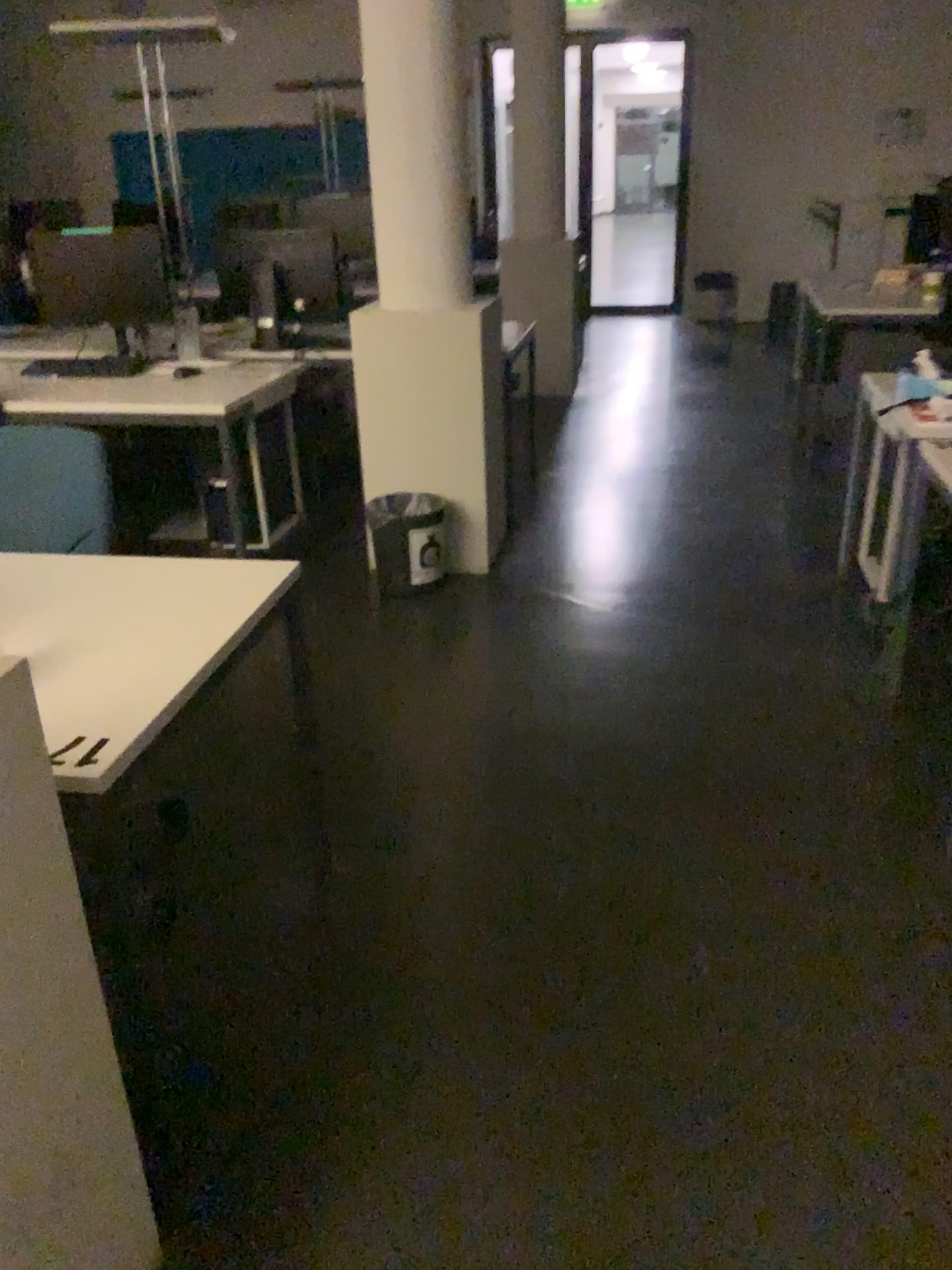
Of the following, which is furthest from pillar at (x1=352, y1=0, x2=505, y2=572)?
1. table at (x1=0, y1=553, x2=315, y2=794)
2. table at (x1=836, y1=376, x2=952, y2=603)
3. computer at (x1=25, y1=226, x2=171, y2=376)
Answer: table at (x1=0, y1=553, x2=315, y2=794)

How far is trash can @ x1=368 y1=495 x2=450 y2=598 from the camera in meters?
3.8

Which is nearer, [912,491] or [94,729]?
[94,729]

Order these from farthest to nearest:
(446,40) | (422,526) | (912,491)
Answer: (422,526)
(446,40)
(912,491)

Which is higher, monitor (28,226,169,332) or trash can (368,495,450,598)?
monitor (28,226,169,332)

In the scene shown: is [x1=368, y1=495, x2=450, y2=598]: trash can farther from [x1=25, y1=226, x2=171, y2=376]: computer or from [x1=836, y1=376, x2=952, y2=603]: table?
[x1=836, y1=376, x2=952, y2=603]: table

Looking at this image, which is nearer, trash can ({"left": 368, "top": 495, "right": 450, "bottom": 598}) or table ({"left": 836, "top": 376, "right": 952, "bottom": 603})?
table ({"left": 836, "top": 376, "right": 952, "bottom": 603})

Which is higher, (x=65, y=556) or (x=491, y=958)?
(x=65, y=556)

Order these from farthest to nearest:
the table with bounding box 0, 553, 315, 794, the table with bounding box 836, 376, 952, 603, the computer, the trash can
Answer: the computer, the trash can, the table with bounding box 836, 376, 952, 603, the table with bounding box 0, 553, 315, 794

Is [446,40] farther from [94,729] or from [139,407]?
[94,729]
